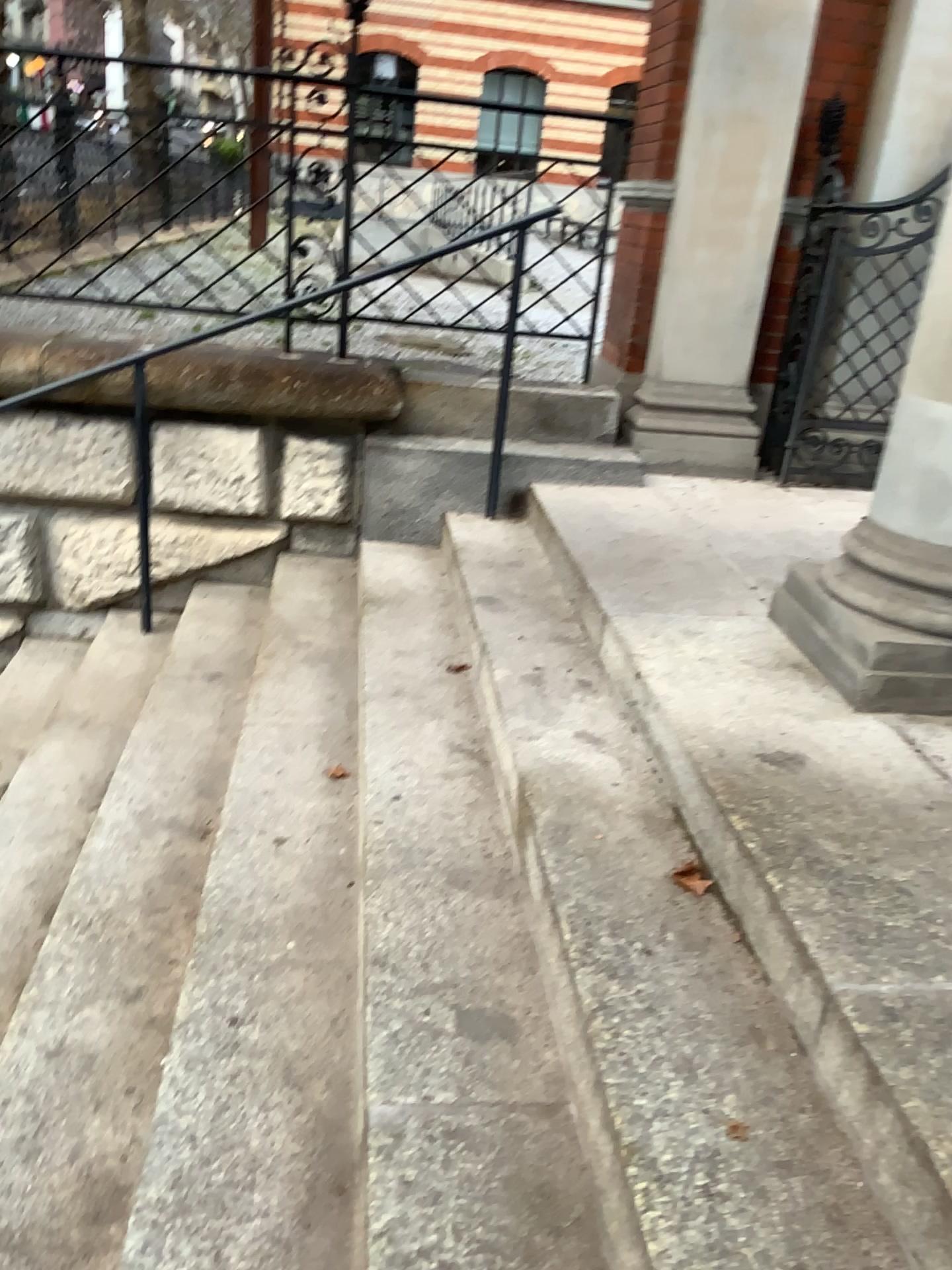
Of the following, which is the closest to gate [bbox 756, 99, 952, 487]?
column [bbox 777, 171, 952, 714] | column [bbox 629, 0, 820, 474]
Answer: column [bbox 629, 0, 820, 474]

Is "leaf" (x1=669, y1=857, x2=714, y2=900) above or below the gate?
below

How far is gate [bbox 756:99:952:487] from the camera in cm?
414

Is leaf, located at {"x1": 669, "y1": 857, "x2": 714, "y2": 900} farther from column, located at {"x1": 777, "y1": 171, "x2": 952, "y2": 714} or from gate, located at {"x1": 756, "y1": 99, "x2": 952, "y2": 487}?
gate, located at {"x1": 756, "y1": 99, "x2": 952, "y2": 487}

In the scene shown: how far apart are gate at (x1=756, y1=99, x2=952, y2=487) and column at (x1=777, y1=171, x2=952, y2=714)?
1.86m

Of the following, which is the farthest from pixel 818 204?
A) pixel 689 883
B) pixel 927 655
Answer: pixel 689 883

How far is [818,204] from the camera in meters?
4.1 m

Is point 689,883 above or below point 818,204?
below

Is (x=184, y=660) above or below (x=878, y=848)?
below

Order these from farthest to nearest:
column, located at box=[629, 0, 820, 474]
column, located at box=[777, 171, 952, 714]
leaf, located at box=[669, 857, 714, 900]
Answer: column, located at box=[629, 0, 820, 474]
column, located at box=[777, 171, 952, 714]
leaf, located at box=[669, 857, 714, 900]
